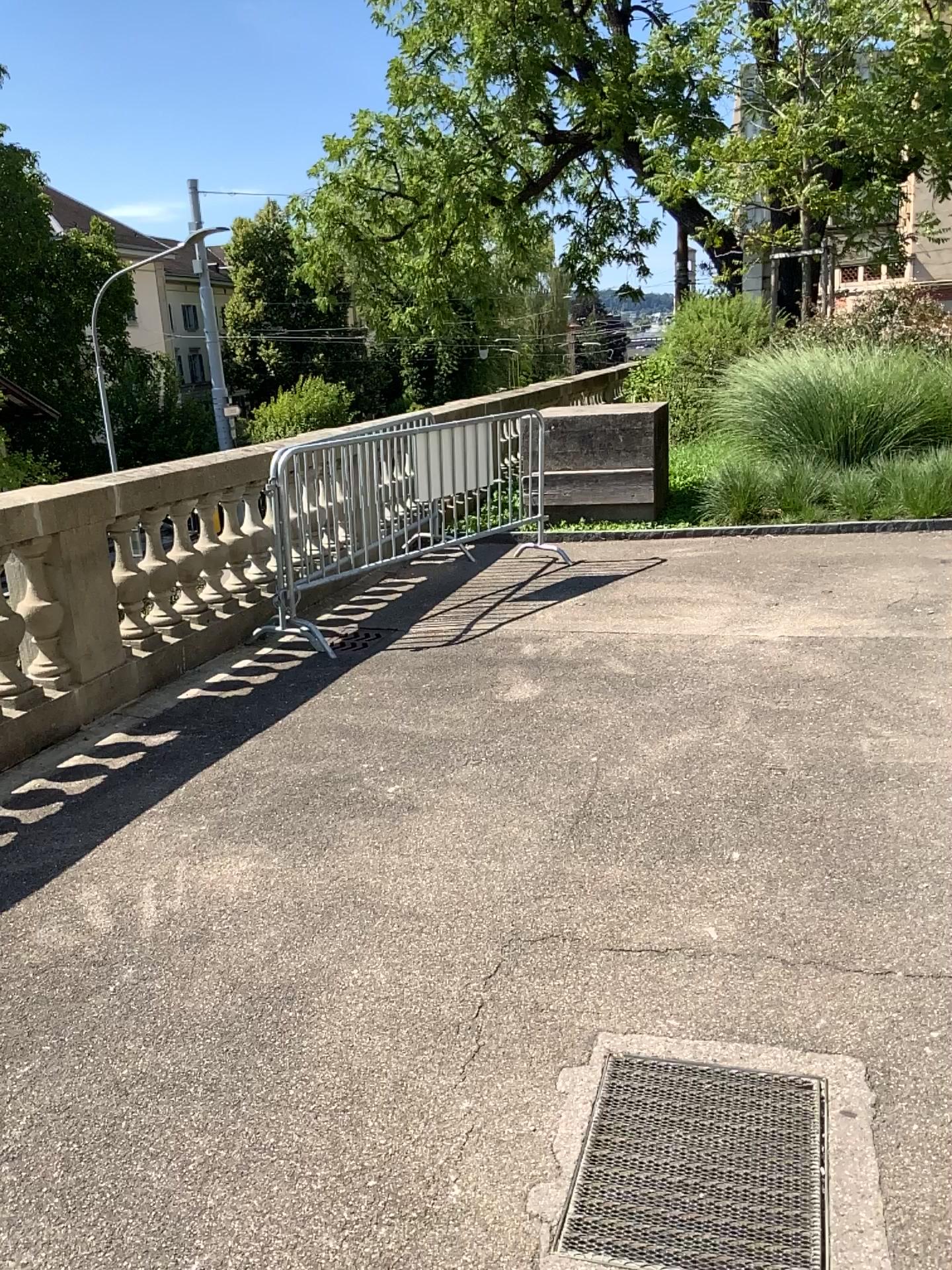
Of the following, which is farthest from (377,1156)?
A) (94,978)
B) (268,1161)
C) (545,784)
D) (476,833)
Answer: (545,784)
